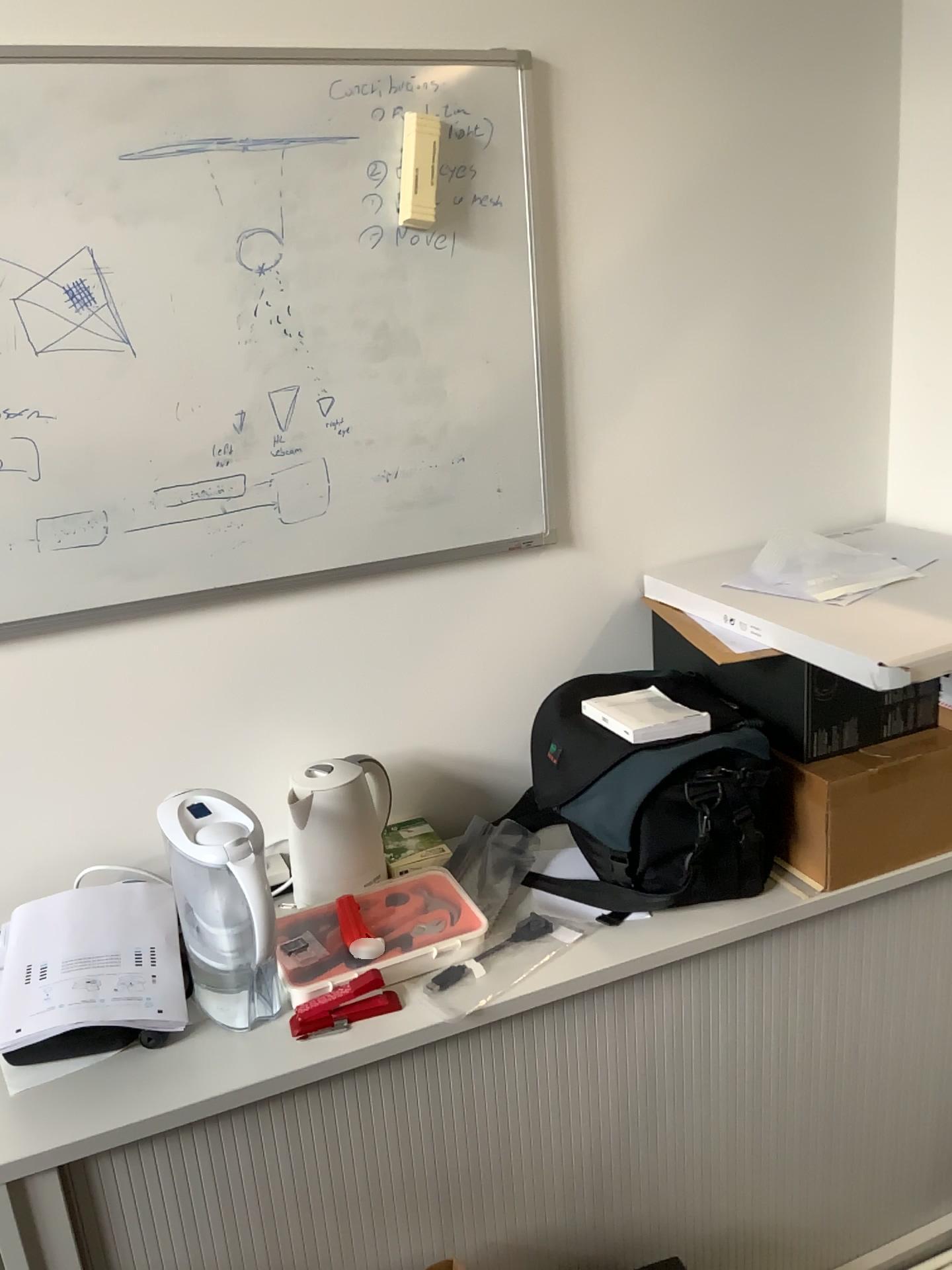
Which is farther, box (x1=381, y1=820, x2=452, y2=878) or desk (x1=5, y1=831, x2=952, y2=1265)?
box (x1=381, y1=820, x2=452, y2=878)

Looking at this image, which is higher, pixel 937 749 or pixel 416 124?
pixel 416 124

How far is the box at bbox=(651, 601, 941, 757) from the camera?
1.5 meters

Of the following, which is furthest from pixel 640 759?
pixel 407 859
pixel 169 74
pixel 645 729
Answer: pixel 169 74

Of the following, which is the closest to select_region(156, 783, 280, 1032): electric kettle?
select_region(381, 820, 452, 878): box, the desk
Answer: the desk

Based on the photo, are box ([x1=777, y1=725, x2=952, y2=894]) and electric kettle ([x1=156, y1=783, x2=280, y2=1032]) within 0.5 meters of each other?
no

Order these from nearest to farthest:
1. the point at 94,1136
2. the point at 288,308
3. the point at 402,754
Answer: the point at 94,1136
the point at 288,308
the point at 402,754

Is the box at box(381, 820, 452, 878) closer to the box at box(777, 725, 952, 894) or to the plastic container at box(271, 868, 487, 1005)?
the plastic container at box(271, 868, 487, 1005)

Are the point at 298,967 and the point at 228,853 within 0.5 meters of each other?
yes

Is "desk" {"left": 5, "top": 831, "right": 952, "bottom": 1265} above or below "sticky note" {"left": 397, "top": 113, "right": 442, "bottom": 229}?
below
